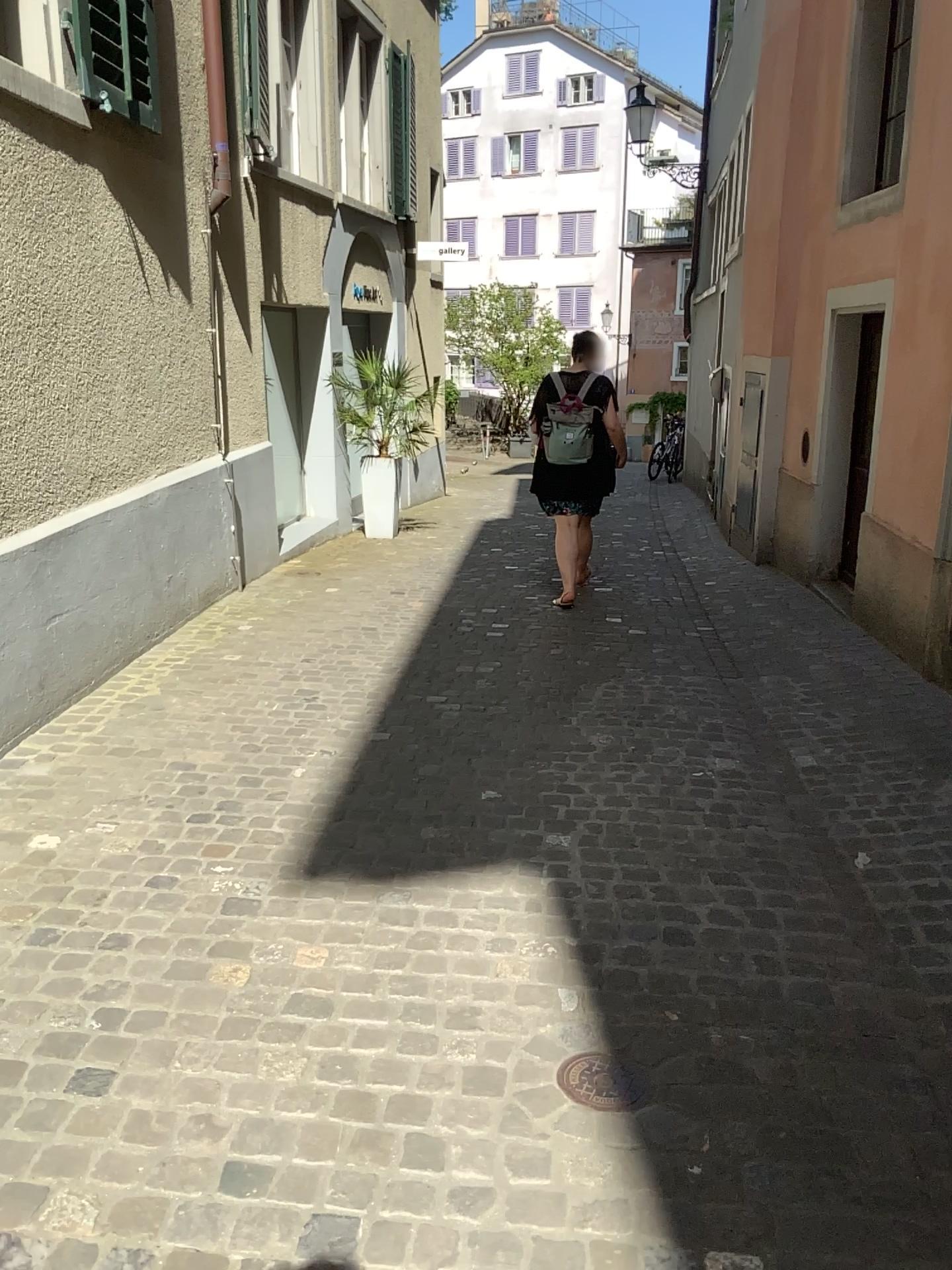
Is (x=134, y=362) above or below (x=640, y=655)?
above

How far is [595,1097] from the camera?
2.0m

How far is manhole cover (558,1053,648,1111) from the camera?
2.02m
